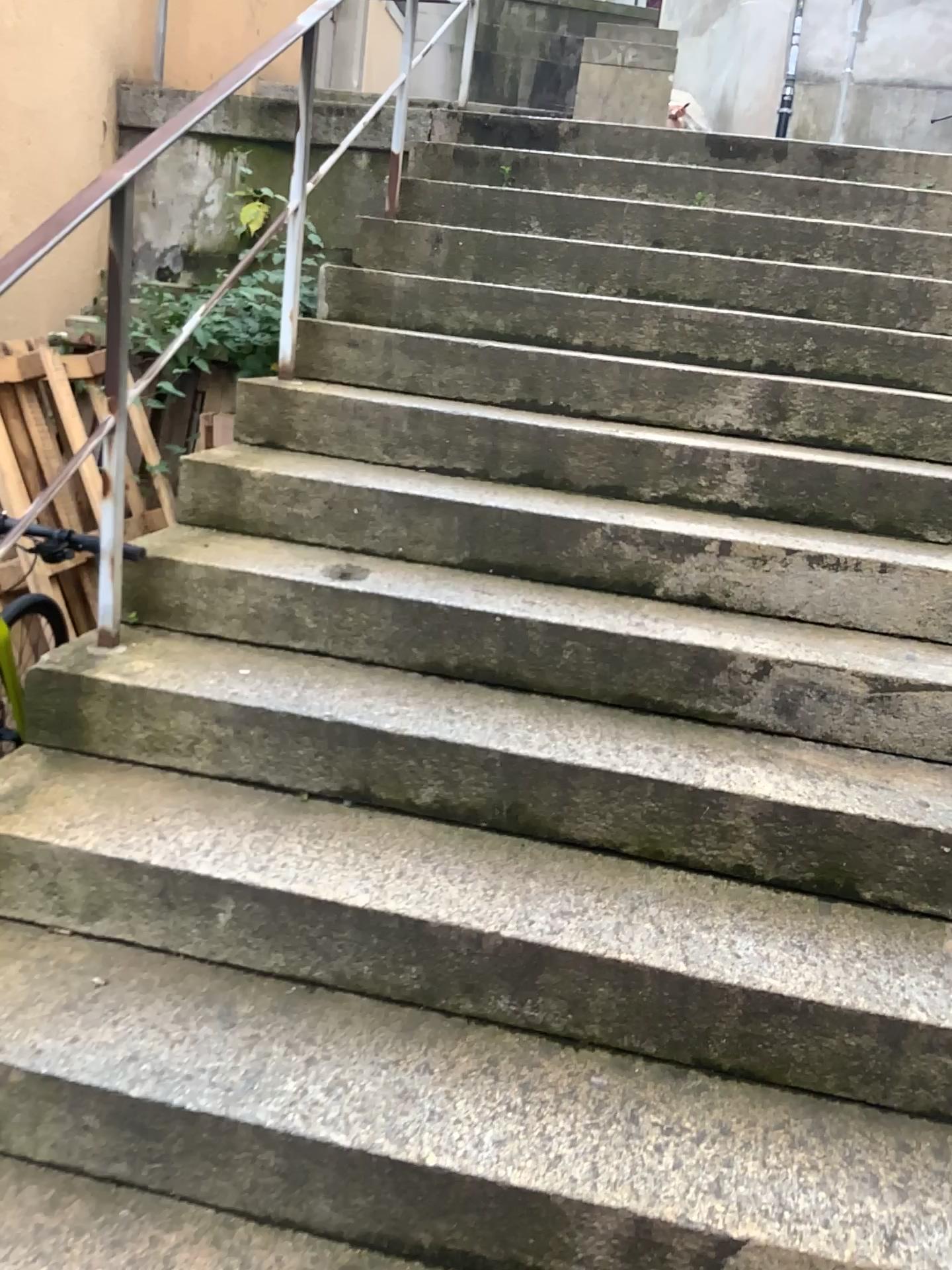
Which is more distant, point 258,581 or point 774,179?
point 774,179
